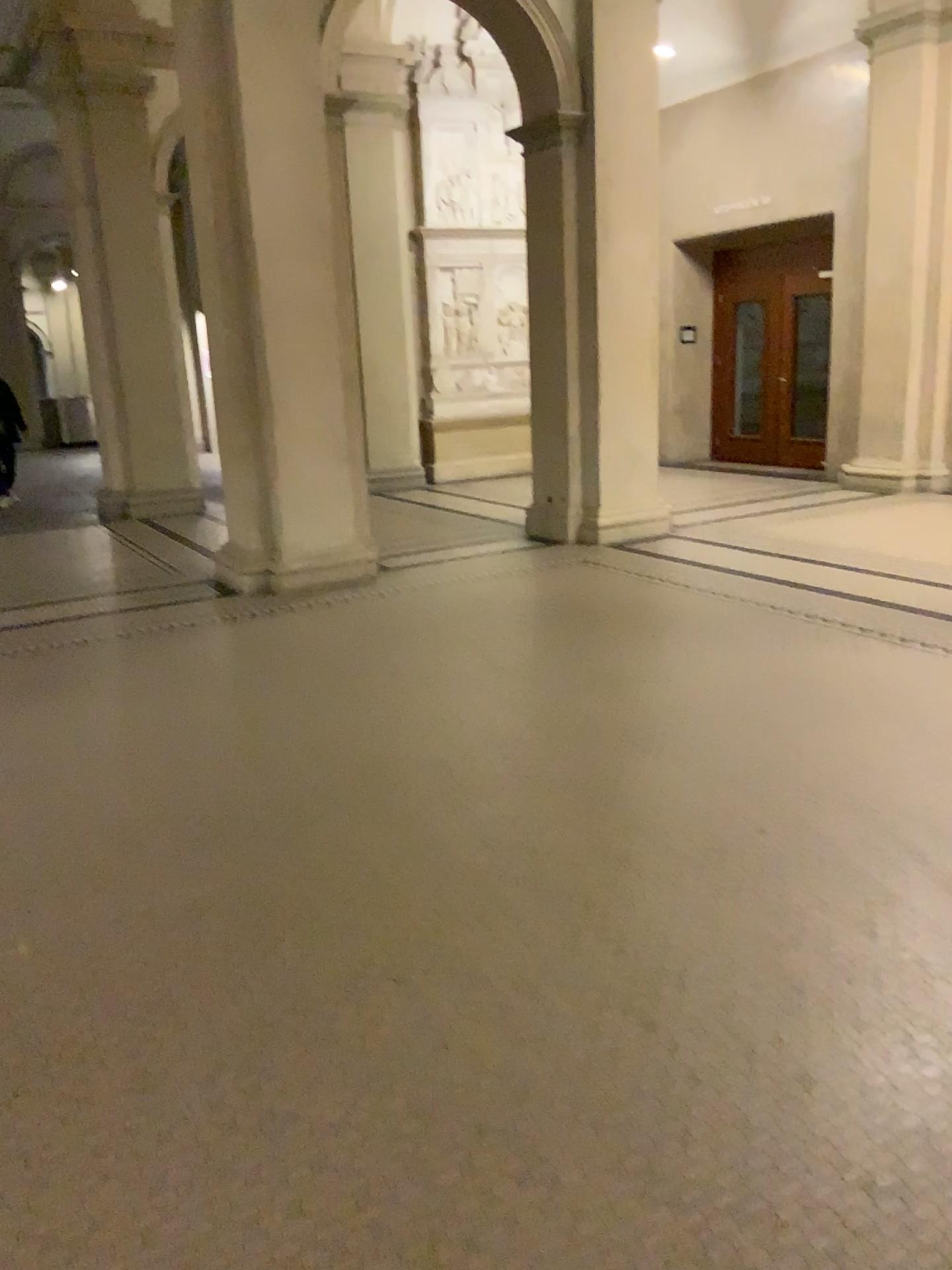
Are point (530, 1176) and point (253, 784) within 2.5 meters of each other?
yes
